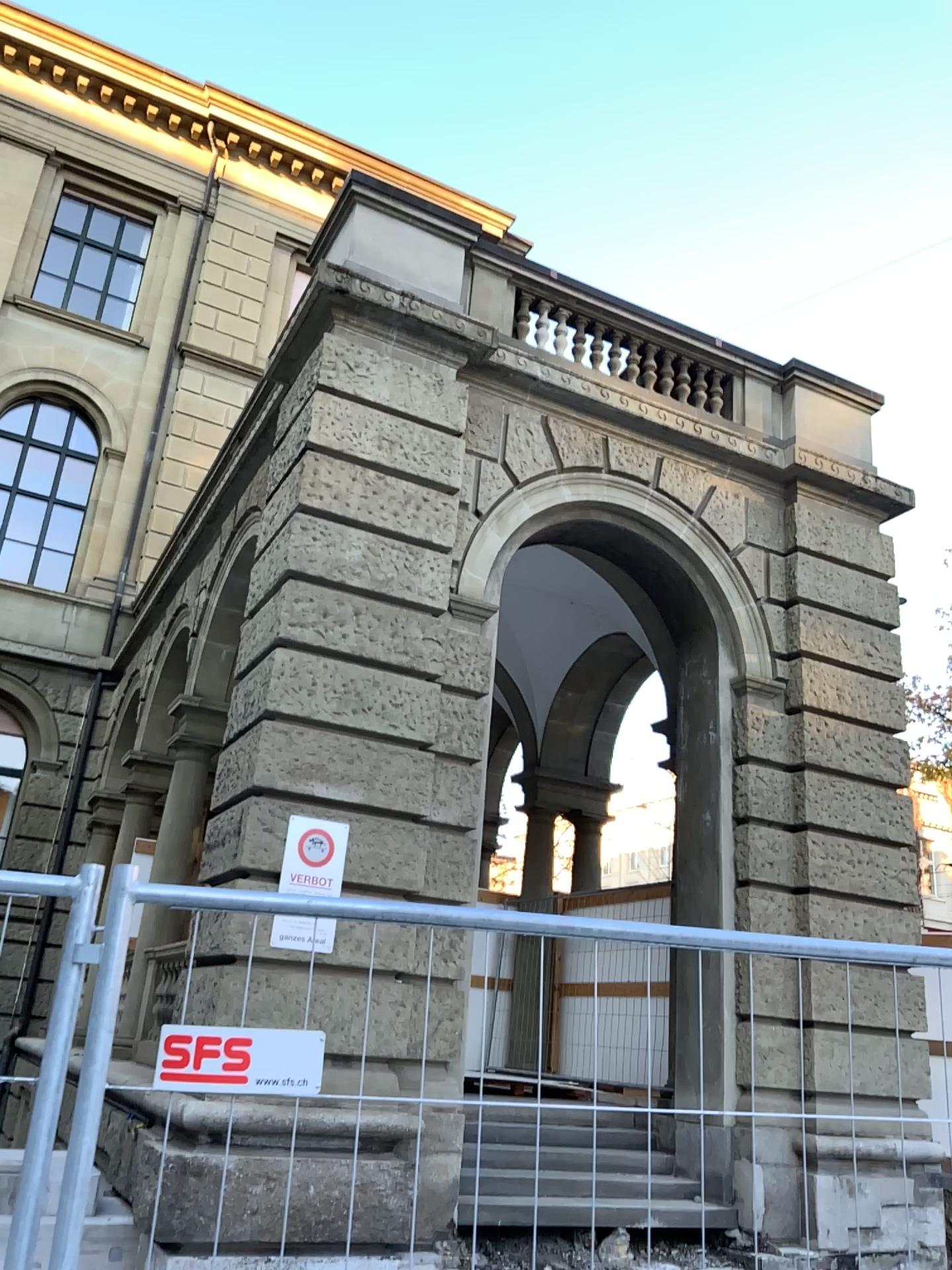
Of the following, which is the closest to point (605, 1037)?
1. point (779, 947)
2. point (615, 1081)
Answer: point (615, 1081)
